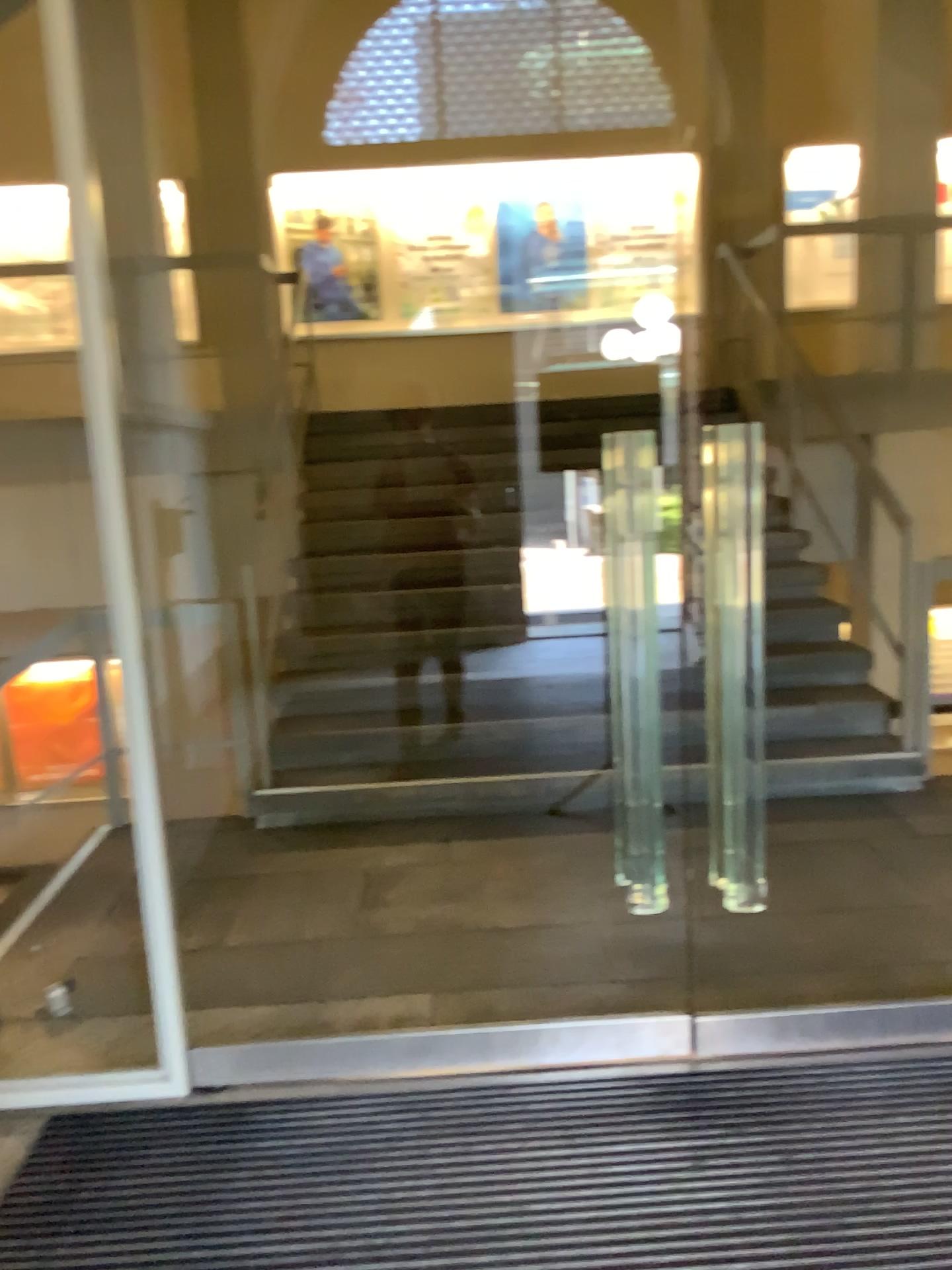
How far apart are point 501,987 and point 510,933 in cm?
39
